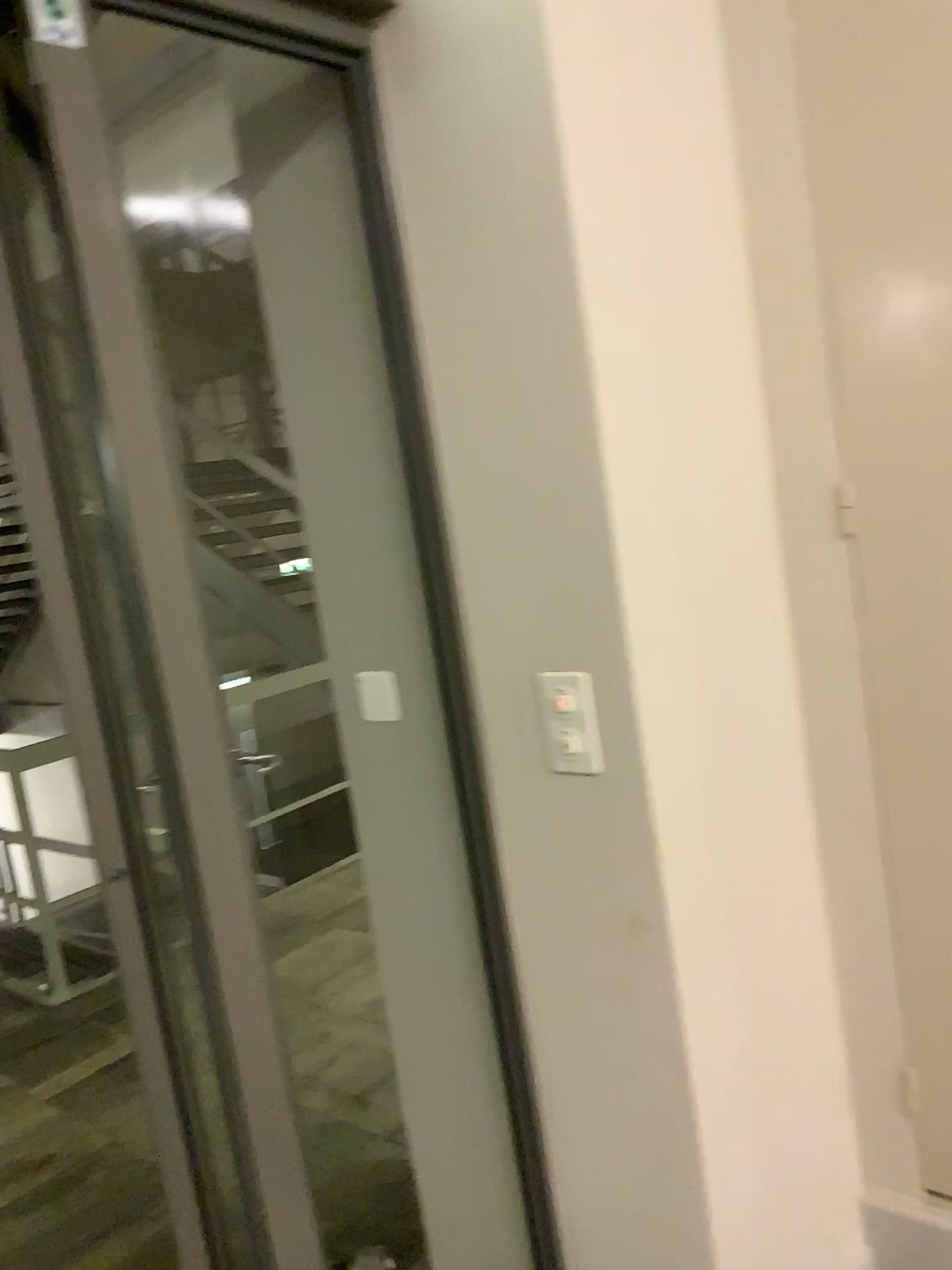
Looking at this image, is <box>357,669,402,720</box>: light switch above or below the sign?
below

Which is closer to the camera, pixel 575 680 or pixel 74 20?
pixel 74 20

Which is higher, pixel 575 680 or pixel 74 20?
pixel 74 20

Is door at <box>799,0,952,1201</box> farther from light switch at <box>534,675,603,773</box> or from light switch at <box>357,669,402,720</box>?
light switch at <box>357,669,402,720</box>

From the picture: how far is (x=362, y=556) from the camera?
1.7 meters

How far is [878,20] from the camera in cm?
145

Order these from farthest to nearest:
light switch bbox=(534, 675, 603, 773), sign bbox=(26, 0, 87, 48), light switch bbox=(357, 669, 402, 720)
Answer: light switch bbox=(357, 669, 402, 720), light switch bbox=(534, 675, 603, 773), sign bbox=(26, 0, 87, 48)

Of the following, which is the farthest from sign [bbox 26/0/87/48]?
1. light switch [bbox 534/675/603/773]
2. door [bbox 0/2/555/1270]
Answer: light switch [bbox 534/675/603/773]

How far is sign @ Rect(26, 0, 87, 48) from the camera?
1.1 meters

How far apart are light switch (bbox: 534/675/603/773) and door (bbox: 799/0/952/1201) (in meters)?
0.49
